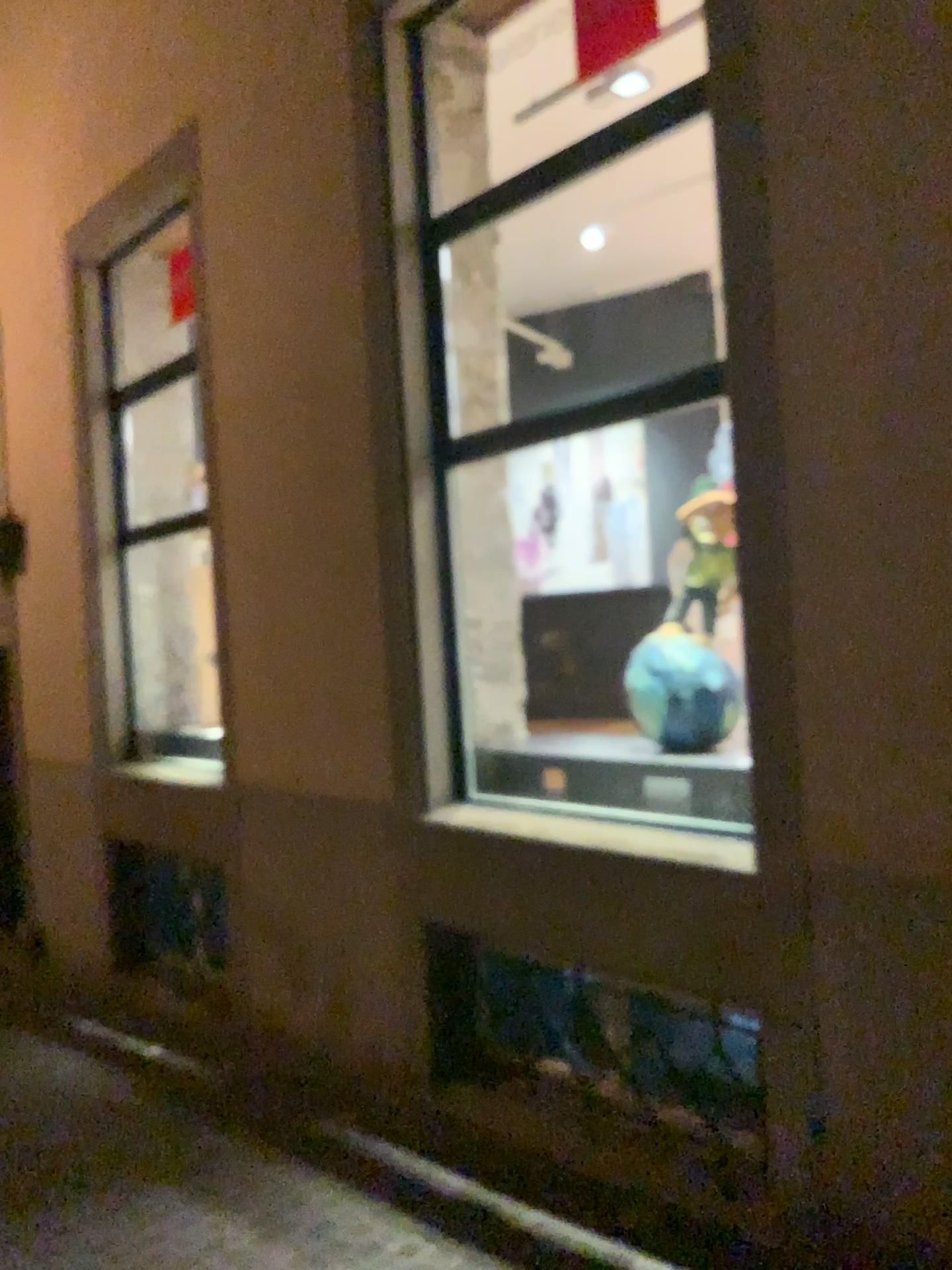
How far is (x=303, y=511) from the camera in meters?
4.6 m
